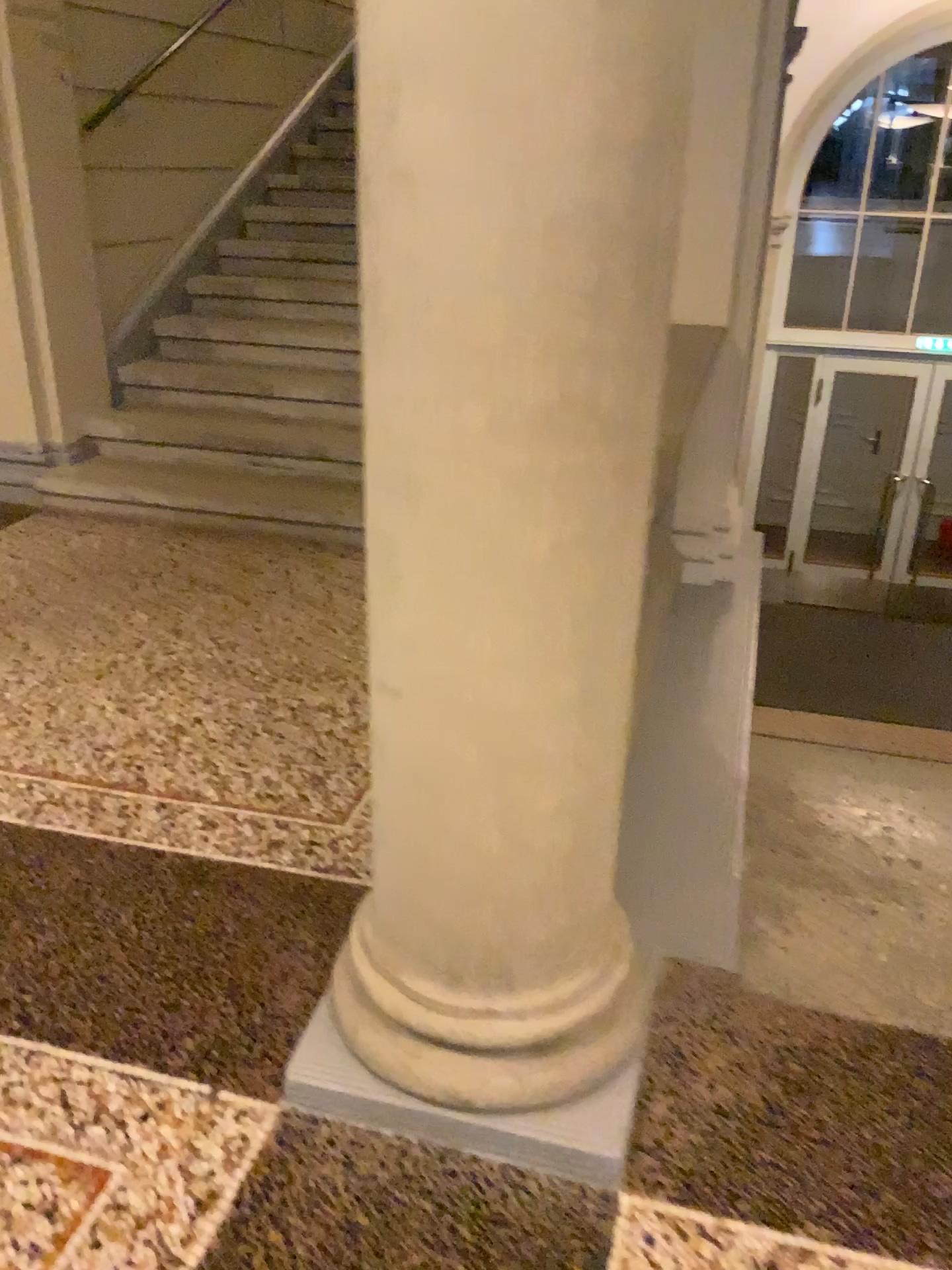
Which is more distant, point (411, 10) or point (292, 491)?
point (292, 491)

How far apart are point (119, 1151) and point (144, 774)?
1.1m

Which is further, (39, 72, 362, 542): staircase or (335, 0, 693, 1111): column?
(39, 72, 362, 542): staircase

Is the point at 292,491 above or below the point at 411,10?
below
